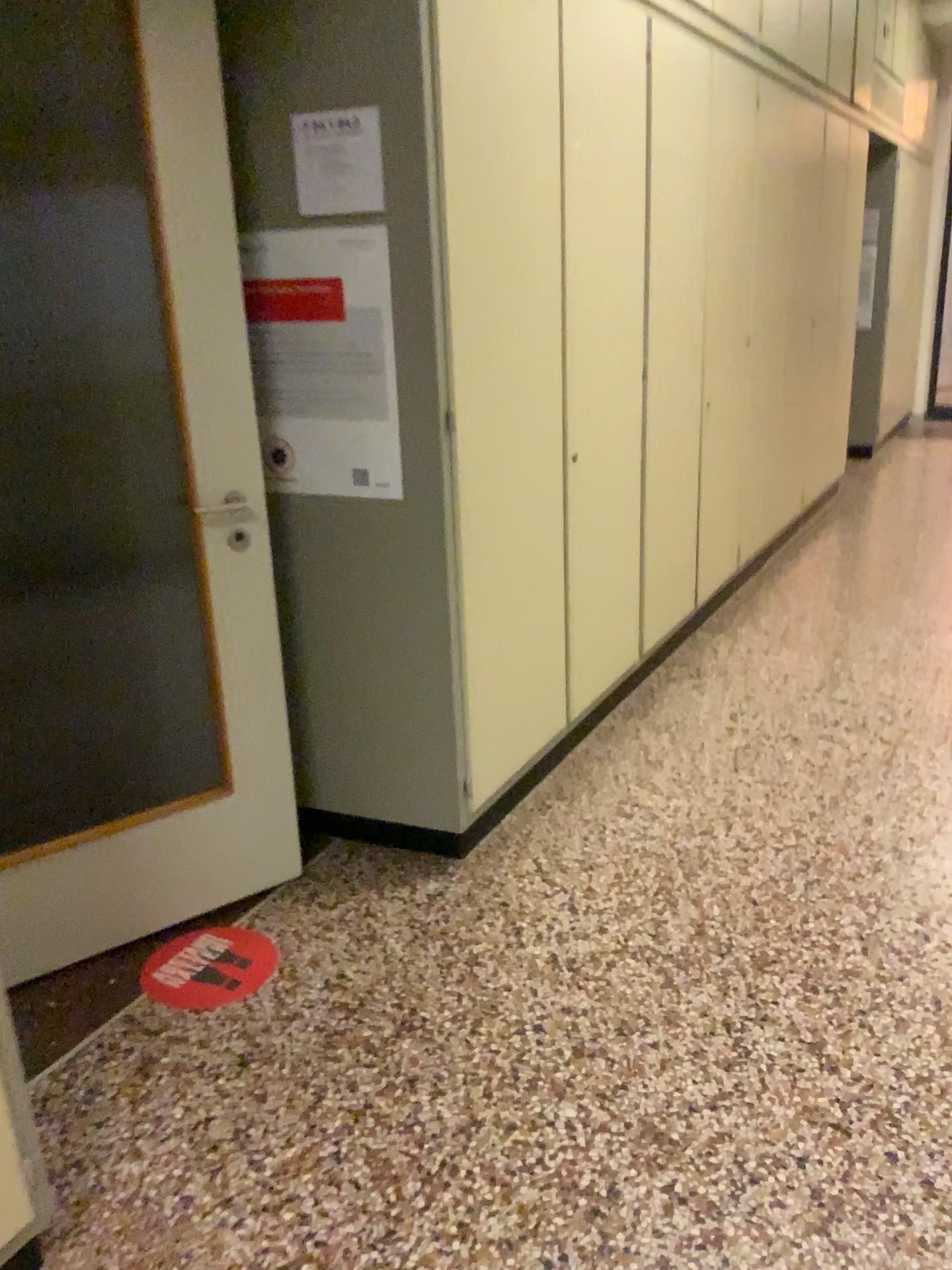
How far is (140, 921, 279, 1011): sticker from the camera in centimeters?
224cm

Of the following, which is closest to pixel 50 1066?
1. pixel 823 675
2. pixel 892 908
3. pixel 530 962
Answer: pixel 530 962

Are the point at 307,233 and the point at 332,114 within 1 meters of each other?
yes

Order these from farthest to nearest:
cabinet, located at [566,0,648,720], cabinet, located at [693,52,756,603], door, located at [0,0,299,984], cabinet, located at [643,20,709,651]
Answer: cabinet, located at [693,52,756,603], cabinet, located at [643,20,709,651], cabinet, located at [566,0,648,720], door, located at [0,0,299,984]

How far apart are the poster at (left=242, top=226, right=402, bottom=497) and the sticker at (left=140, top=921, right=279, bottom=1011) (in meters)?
1.05

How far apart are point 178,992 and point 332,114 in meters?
1.9 m

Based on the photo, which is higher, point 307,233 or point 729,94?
point 729,94

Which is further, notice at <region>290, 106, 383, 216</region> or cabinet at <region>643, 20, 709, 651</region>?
cabinet at <region>643, 20, 709, 651</region>

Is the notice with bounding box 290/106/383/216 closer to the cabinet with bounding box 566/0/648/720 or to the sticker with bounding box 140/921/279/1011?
the cabinet with bounding box 566/0/648/720

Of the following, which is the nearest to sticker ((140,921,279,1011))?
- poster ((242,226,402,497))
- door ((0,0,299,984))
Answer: door ((0,0,299,984))
